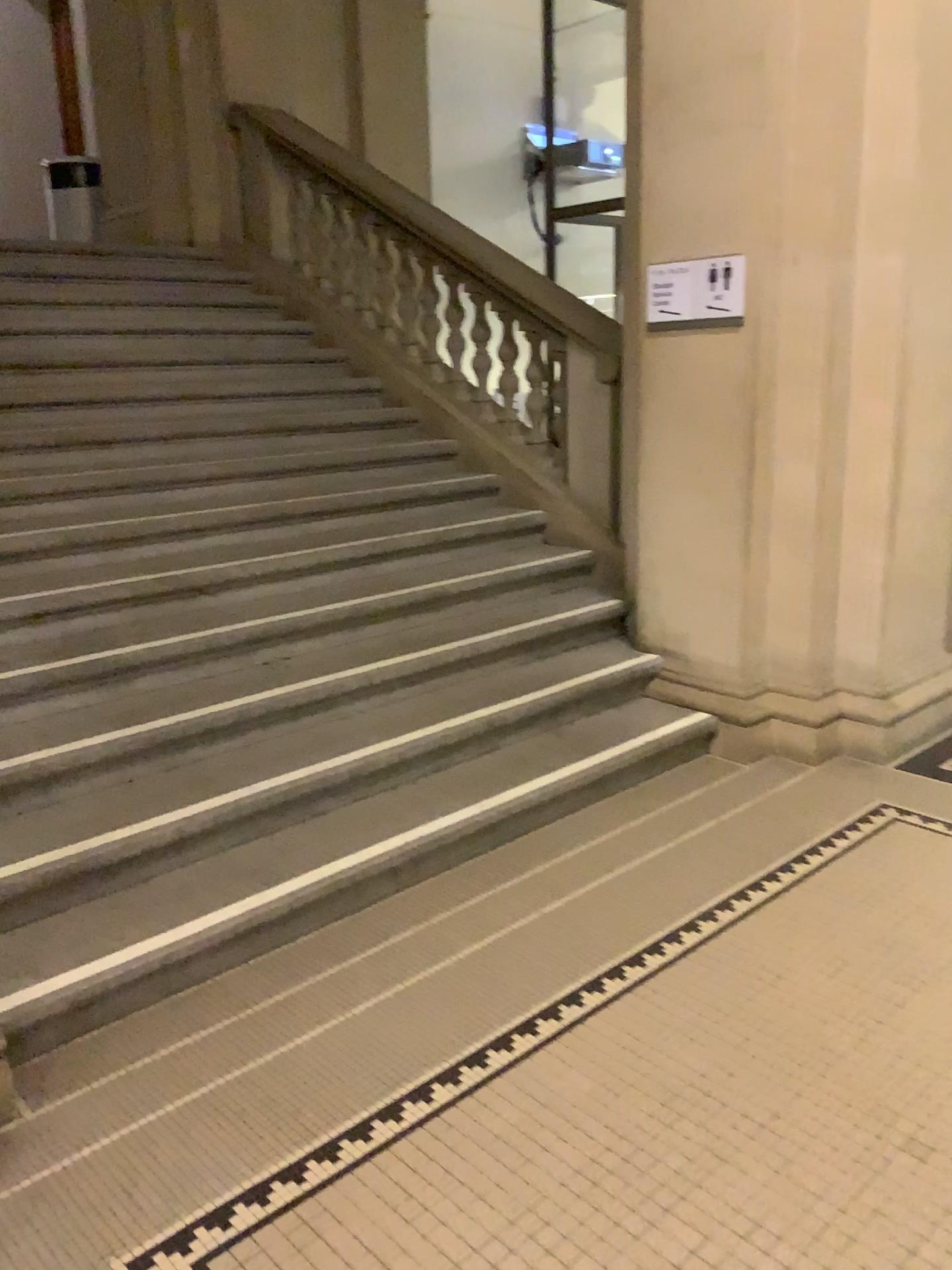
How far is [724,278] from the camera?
3.7 meters

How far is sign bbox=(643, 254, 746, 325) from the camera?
3.7m

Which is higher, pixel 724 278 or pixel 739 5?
pixel 739 5

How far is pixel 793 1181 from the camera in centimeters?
196cm
